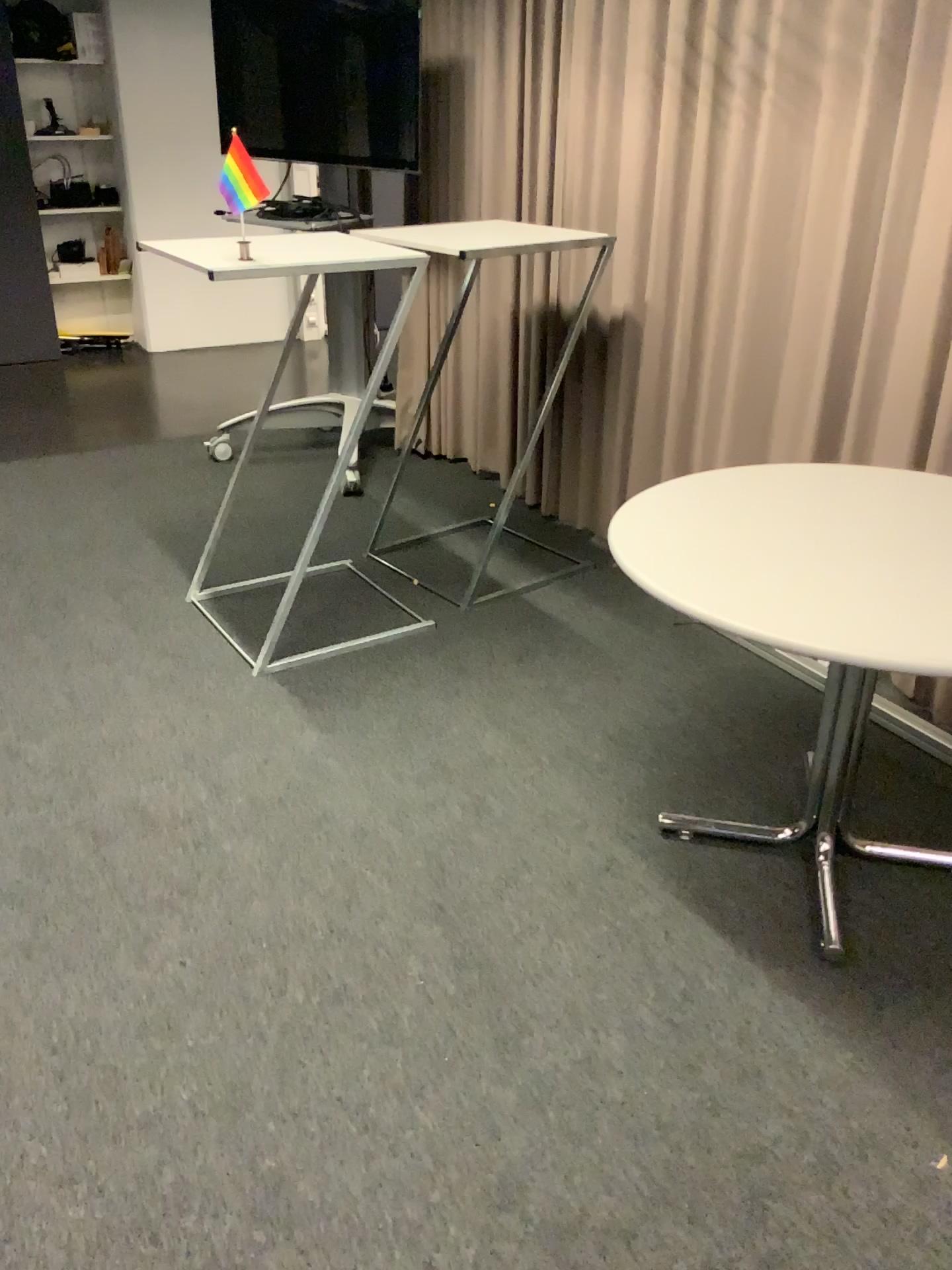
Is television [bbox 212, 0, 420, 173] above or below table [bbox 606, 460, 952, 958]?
above

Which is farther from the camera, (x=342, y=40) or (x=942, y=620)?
(x=342, y=40)

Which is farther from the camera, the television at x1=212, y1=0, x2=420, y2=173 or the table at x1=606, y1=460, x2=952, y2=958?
the television at x1=212, y1=0, x2=420, y2=173

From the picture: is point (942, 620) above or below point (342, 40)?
below

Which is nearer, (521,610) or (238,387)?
(521,610)
